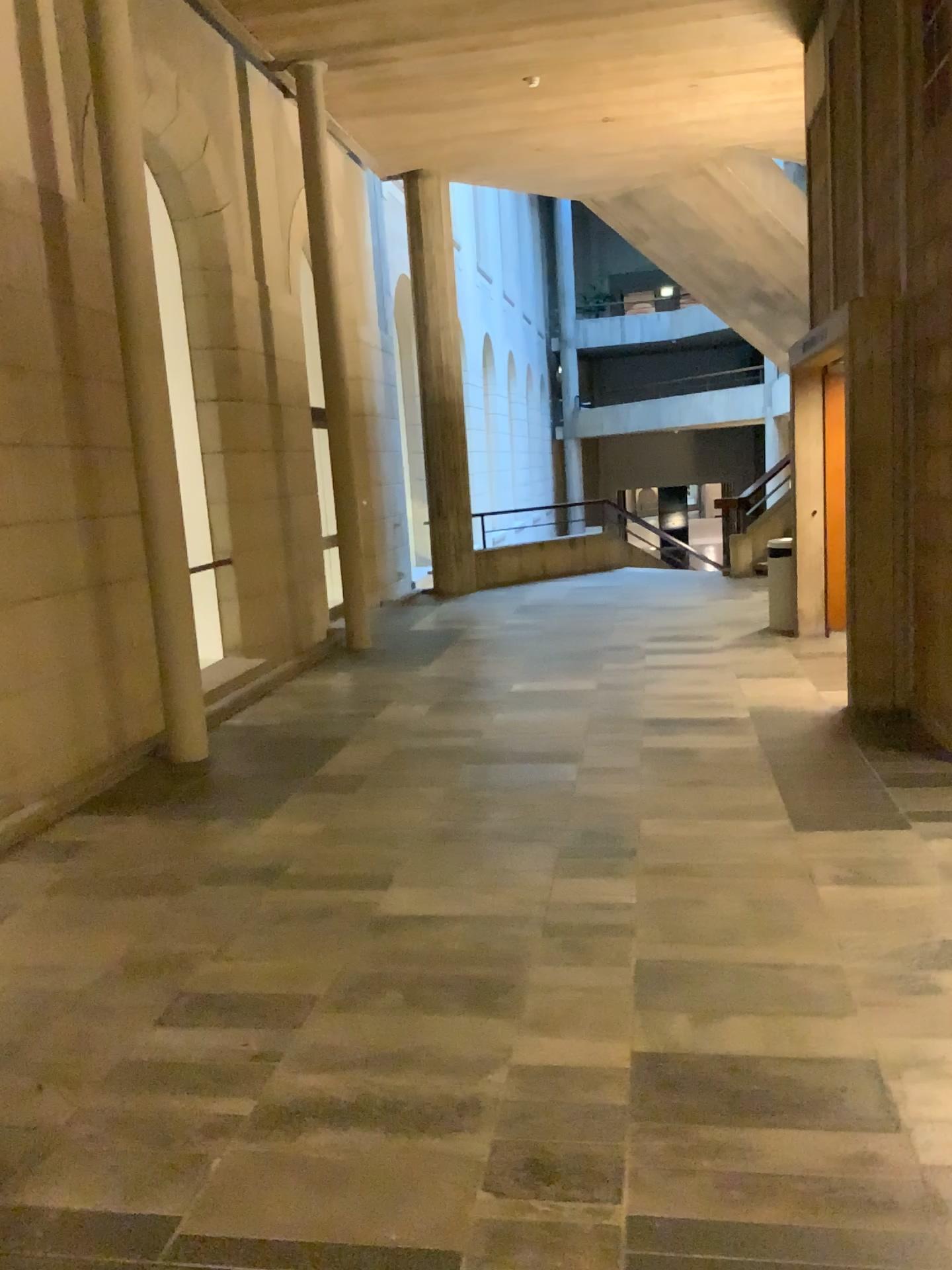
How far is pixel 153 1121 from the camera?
2.5m
